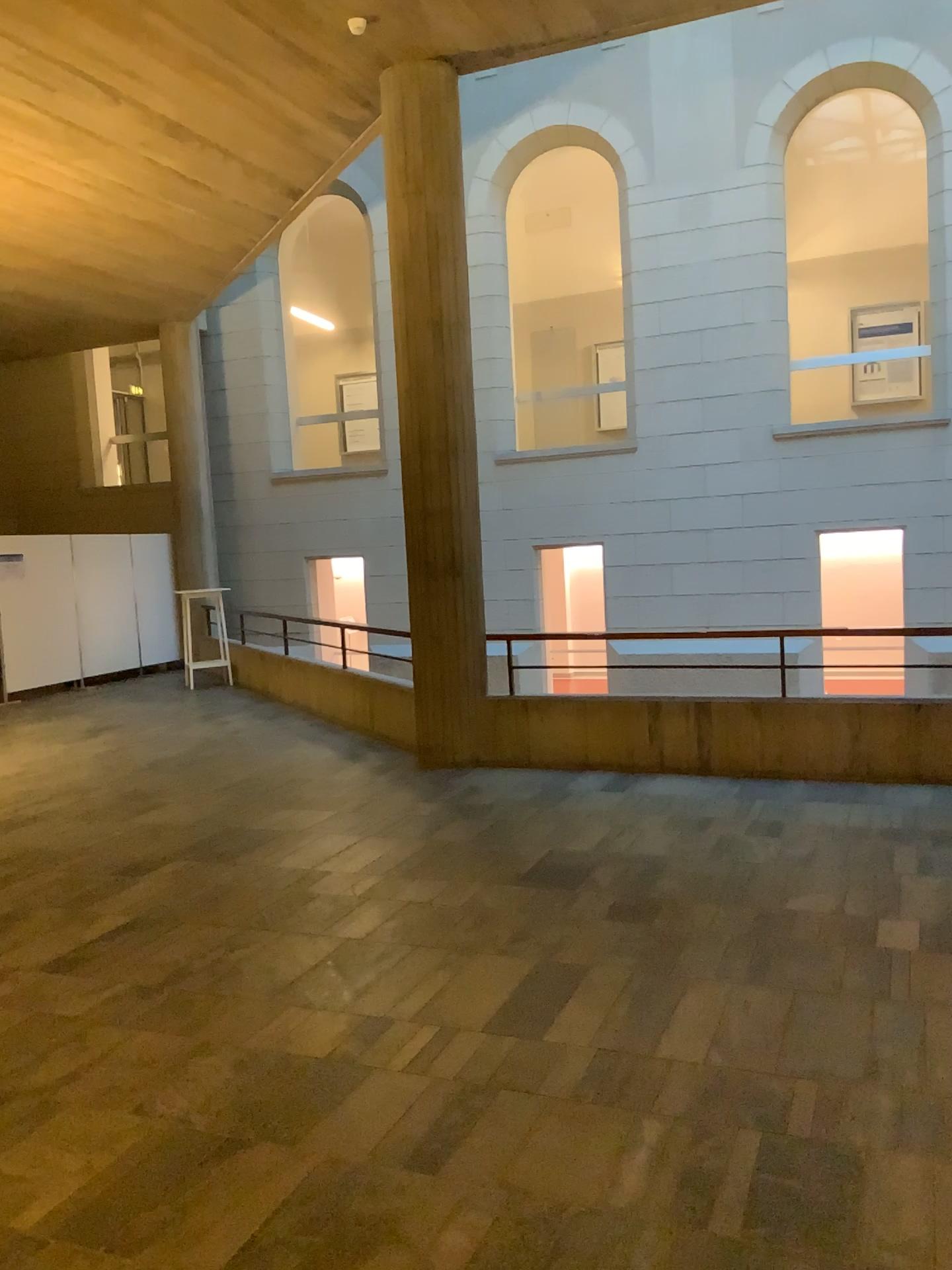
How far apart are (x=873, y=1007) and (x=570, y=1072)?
1.0 meters
